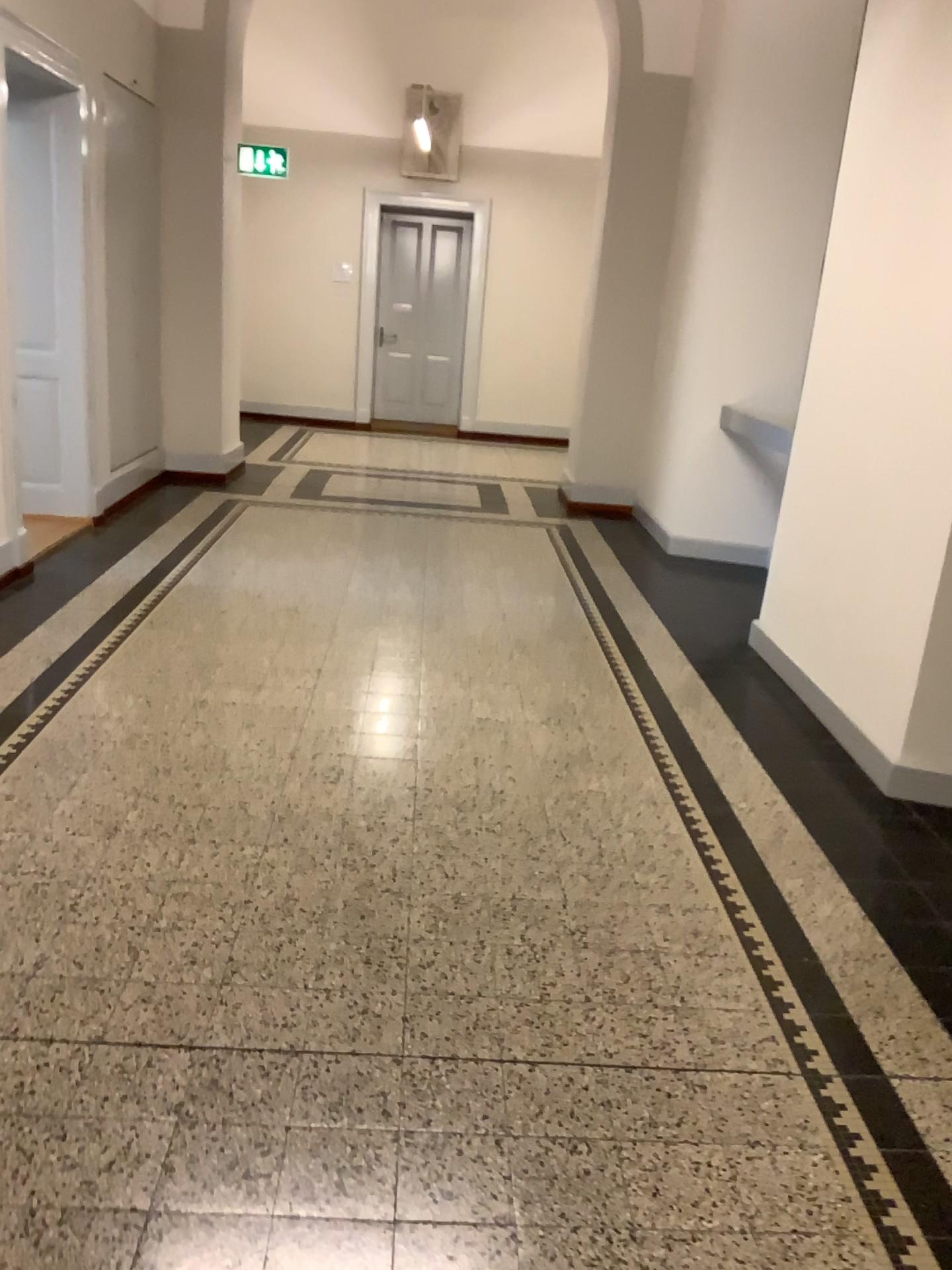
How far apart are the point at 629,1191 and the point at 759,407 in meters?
4.3 m
